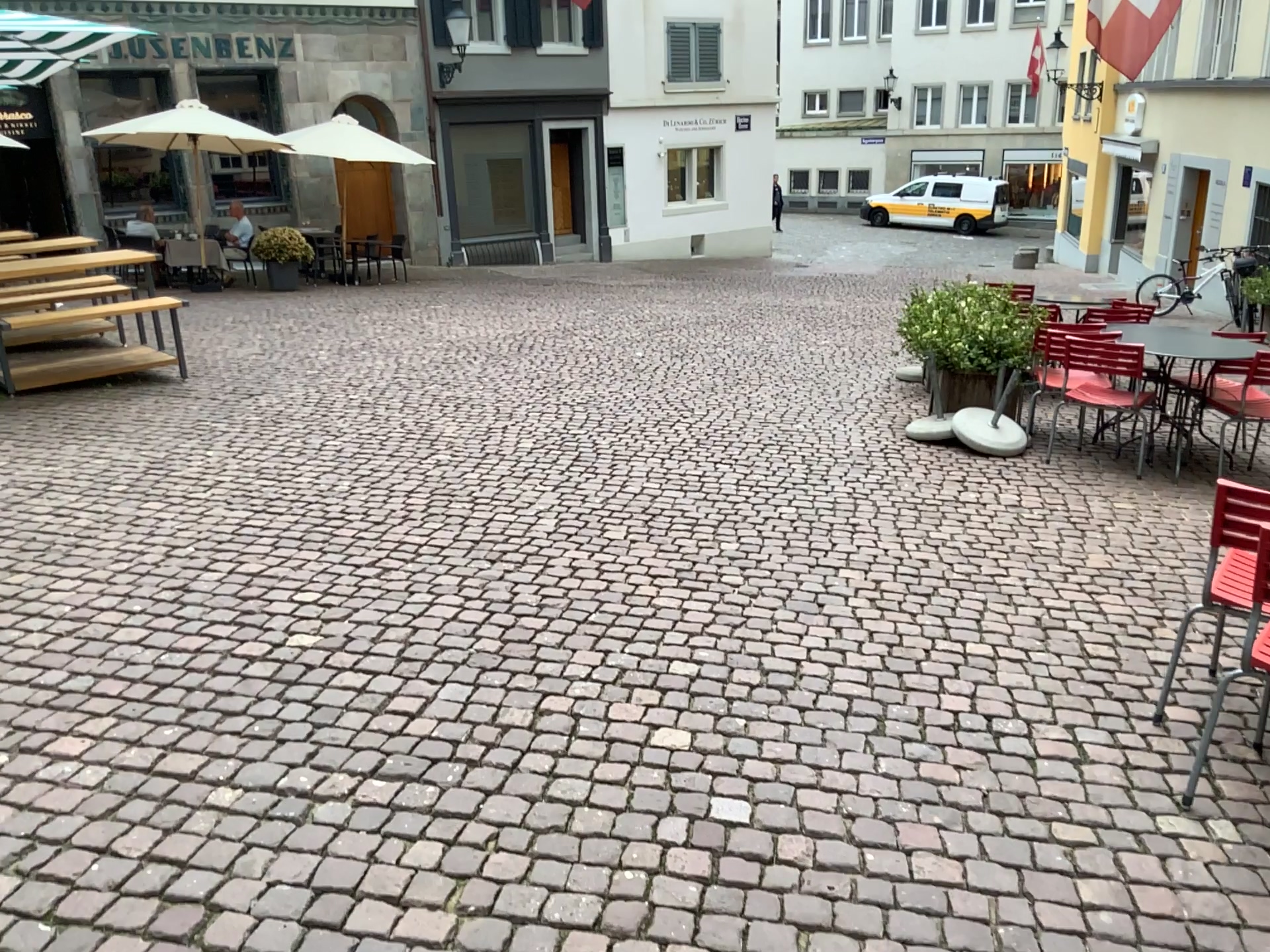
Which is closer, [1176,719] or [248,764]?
[248,764]
